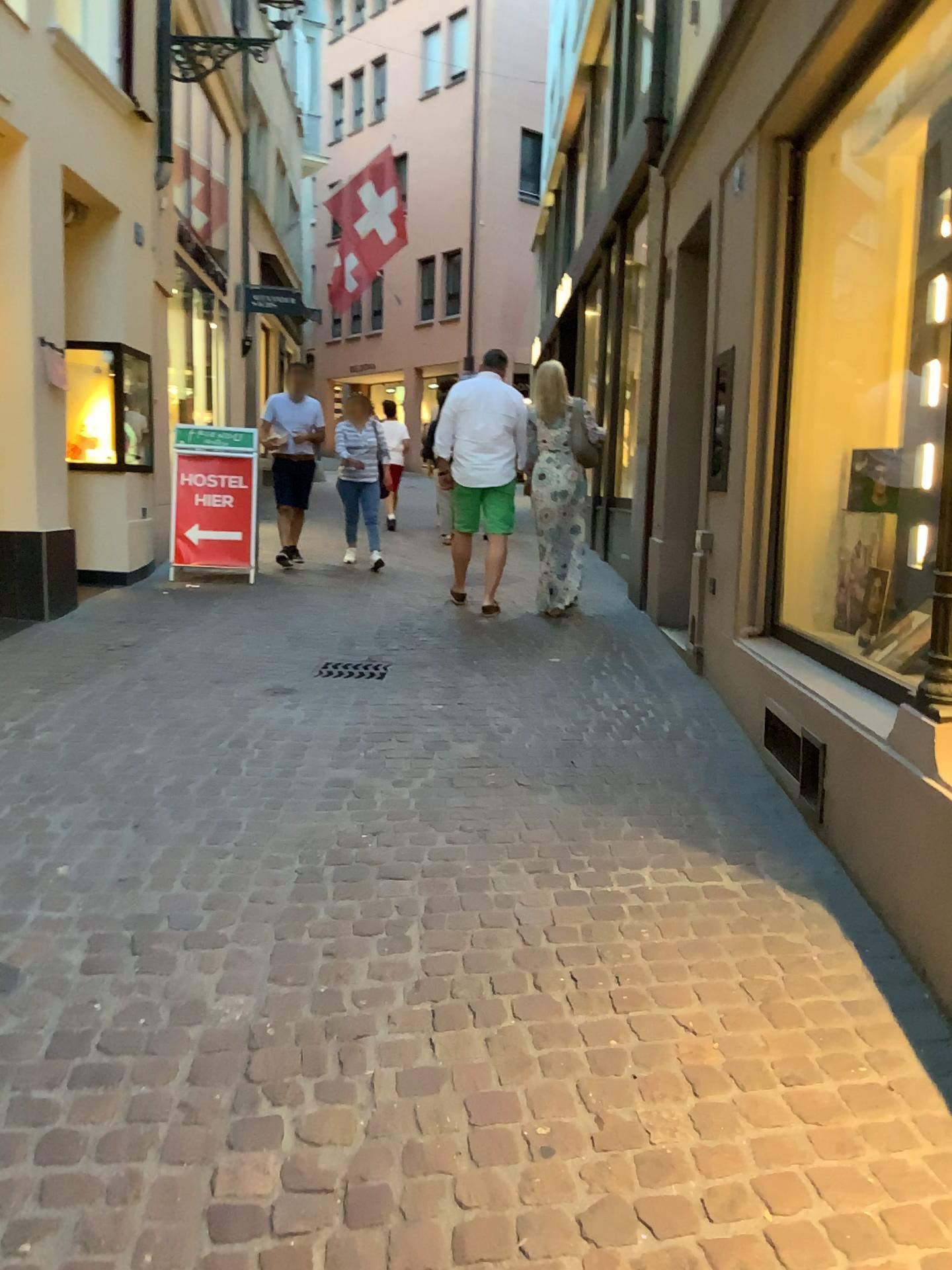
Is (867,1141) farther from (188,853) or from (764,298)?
(764,298)
